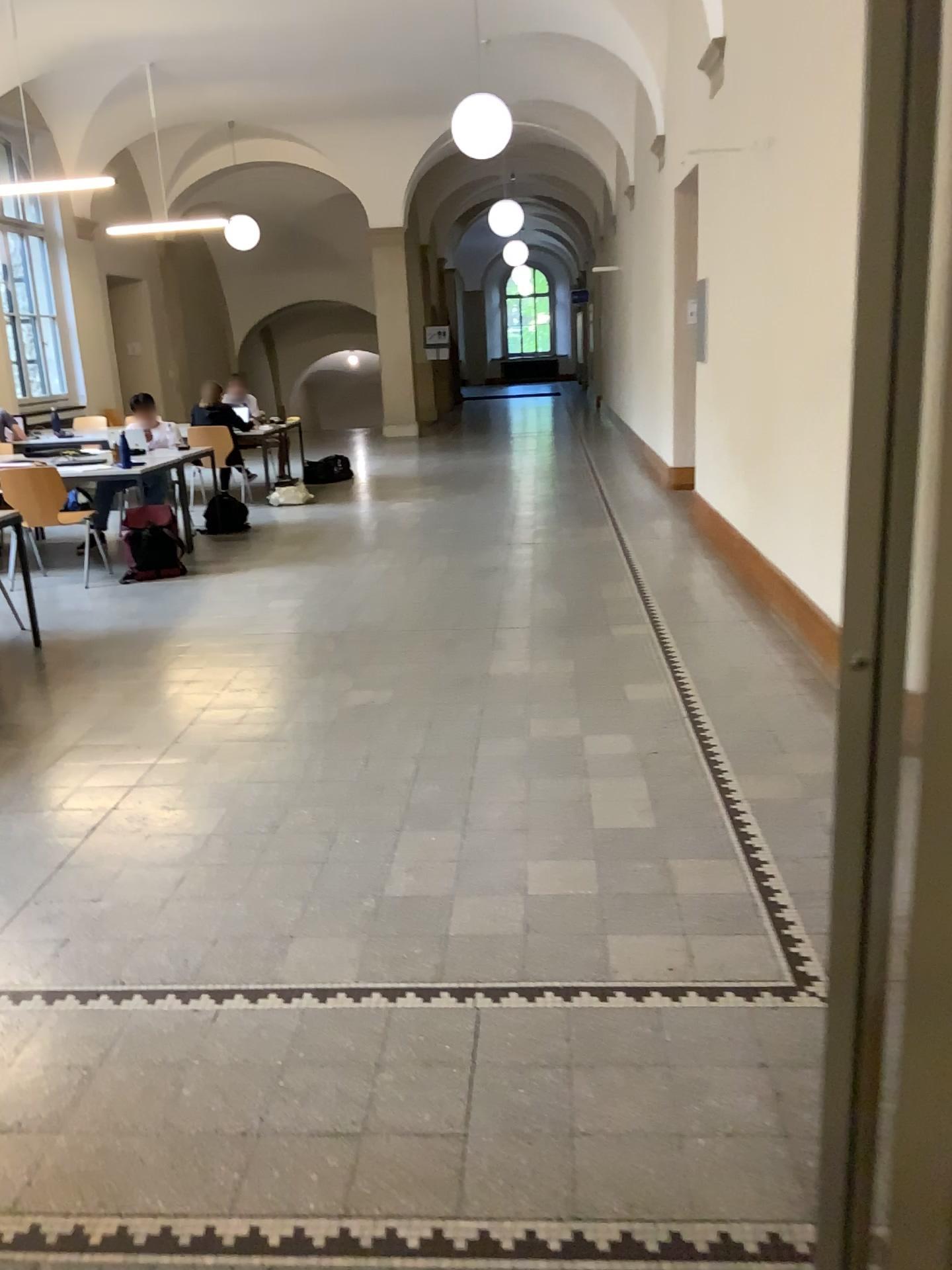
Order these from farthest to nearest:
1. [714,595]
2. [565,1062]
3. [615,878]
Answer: [714,595]
[615,878]
[565,1062]
